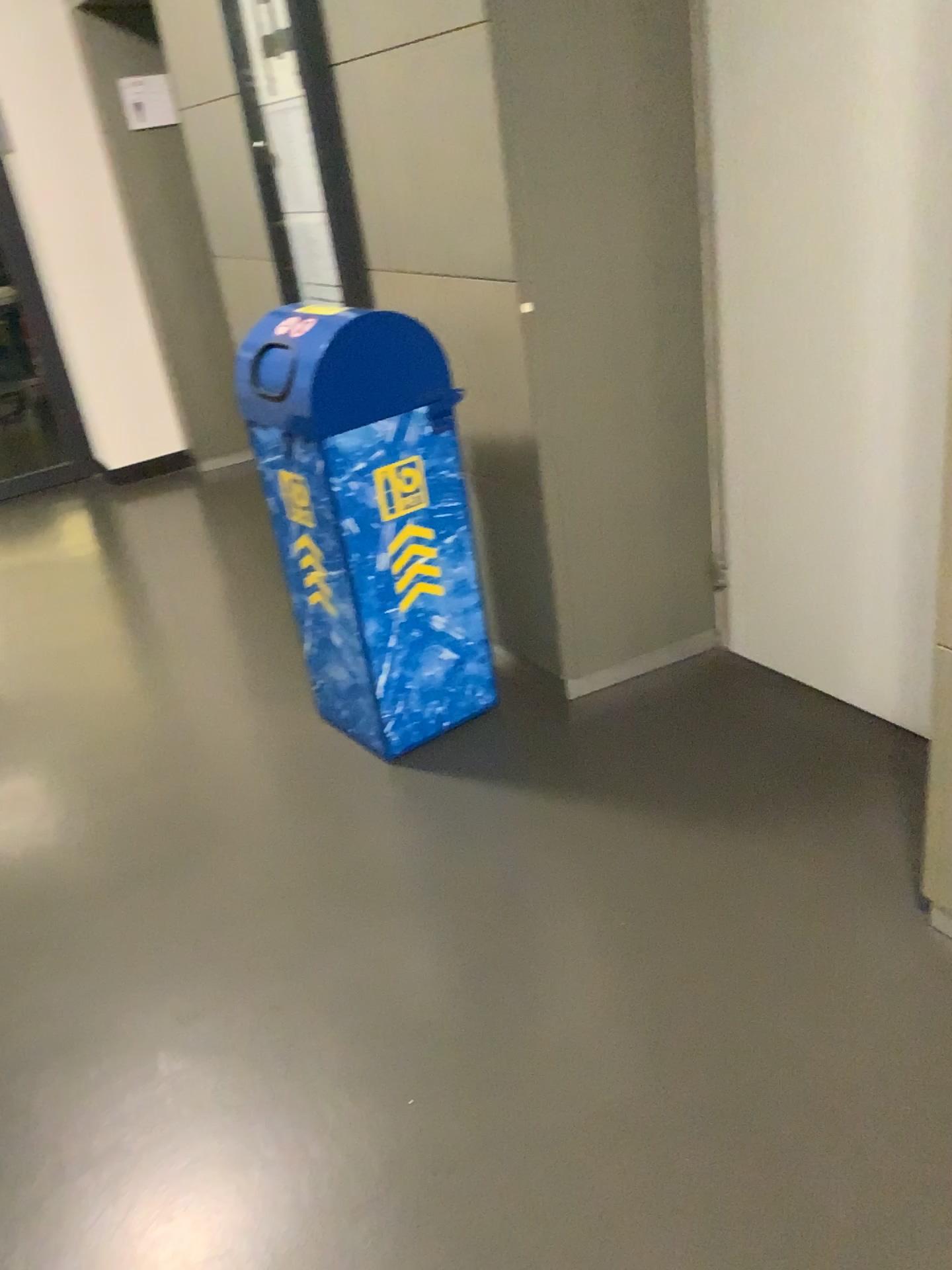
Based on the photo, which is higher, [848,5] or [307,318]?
[848,5]

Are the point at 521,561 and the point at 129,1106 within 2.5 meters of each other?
yes
